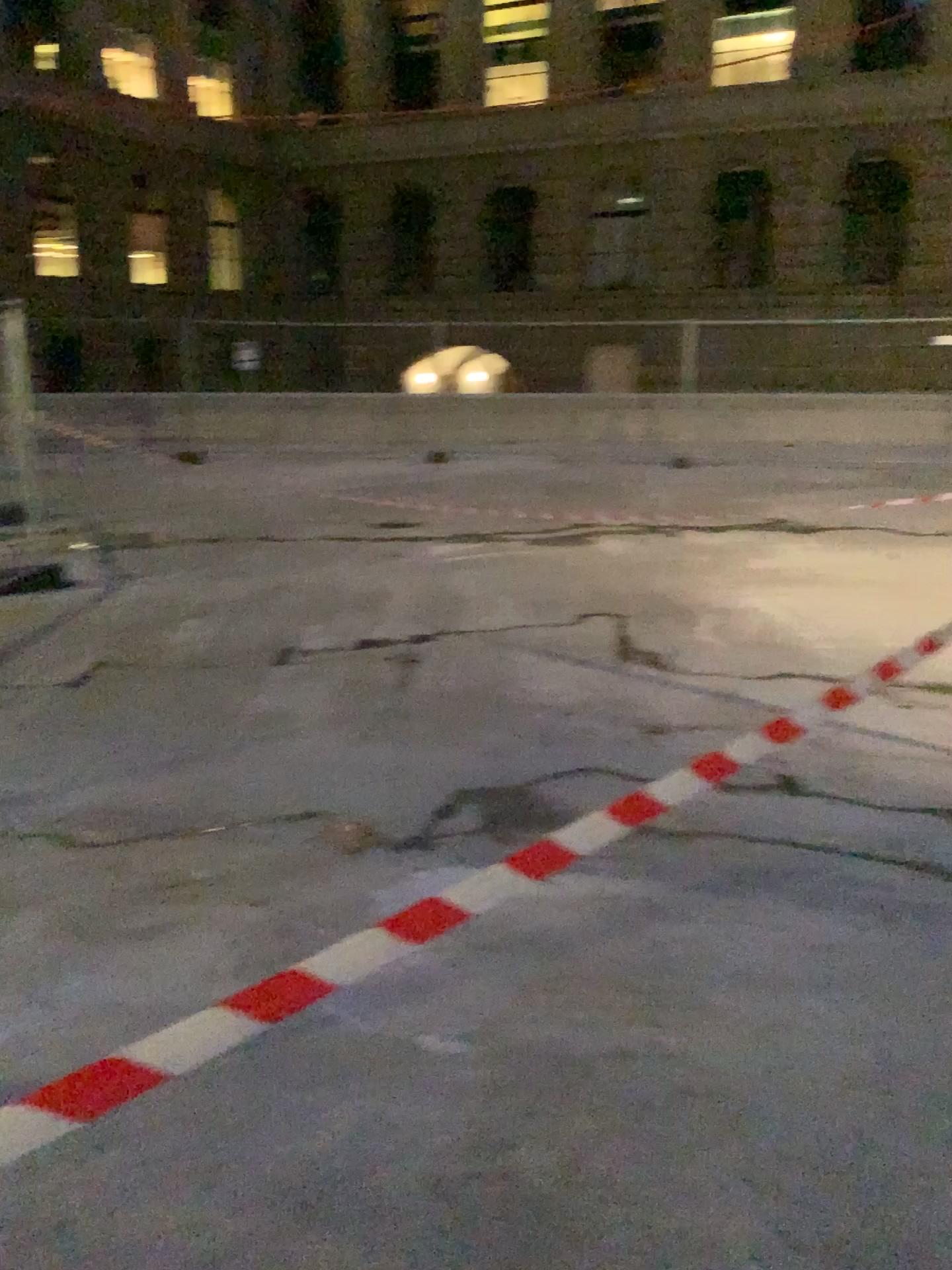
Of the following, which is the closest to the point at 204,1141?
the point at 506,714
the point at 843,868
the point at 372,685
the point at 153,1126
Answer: the point at 153,1126
